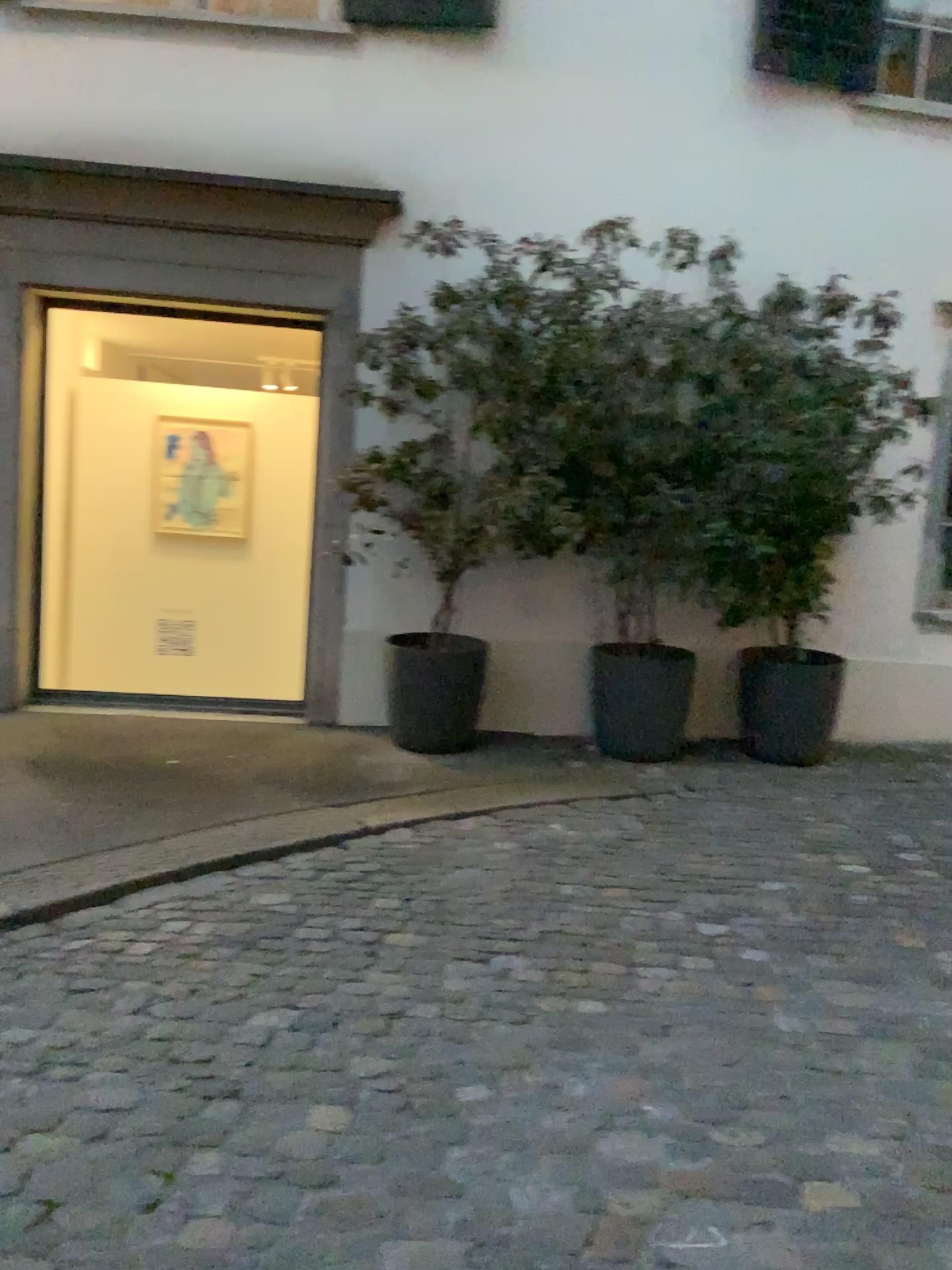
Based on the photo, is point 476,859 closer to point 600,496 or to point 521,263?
point 600,496
